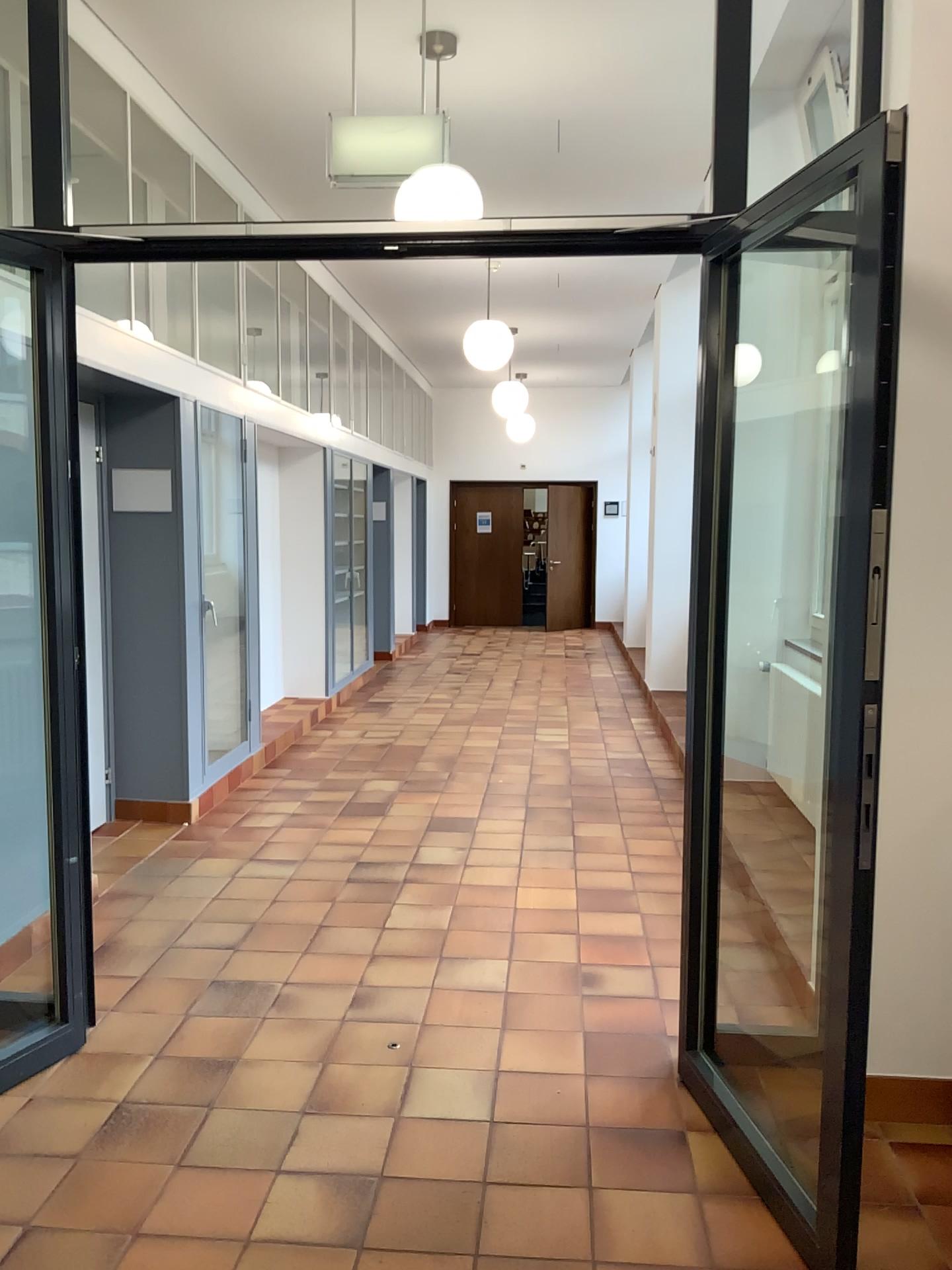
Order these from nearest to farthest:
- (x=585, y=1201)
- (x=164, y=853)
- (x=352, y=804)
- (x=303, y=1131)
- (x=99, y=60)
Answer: (x=585, y=1201) → (x=303, y=1131) → (x=99, y=60) → (x=164, y=853) → (x=352, y=804)
